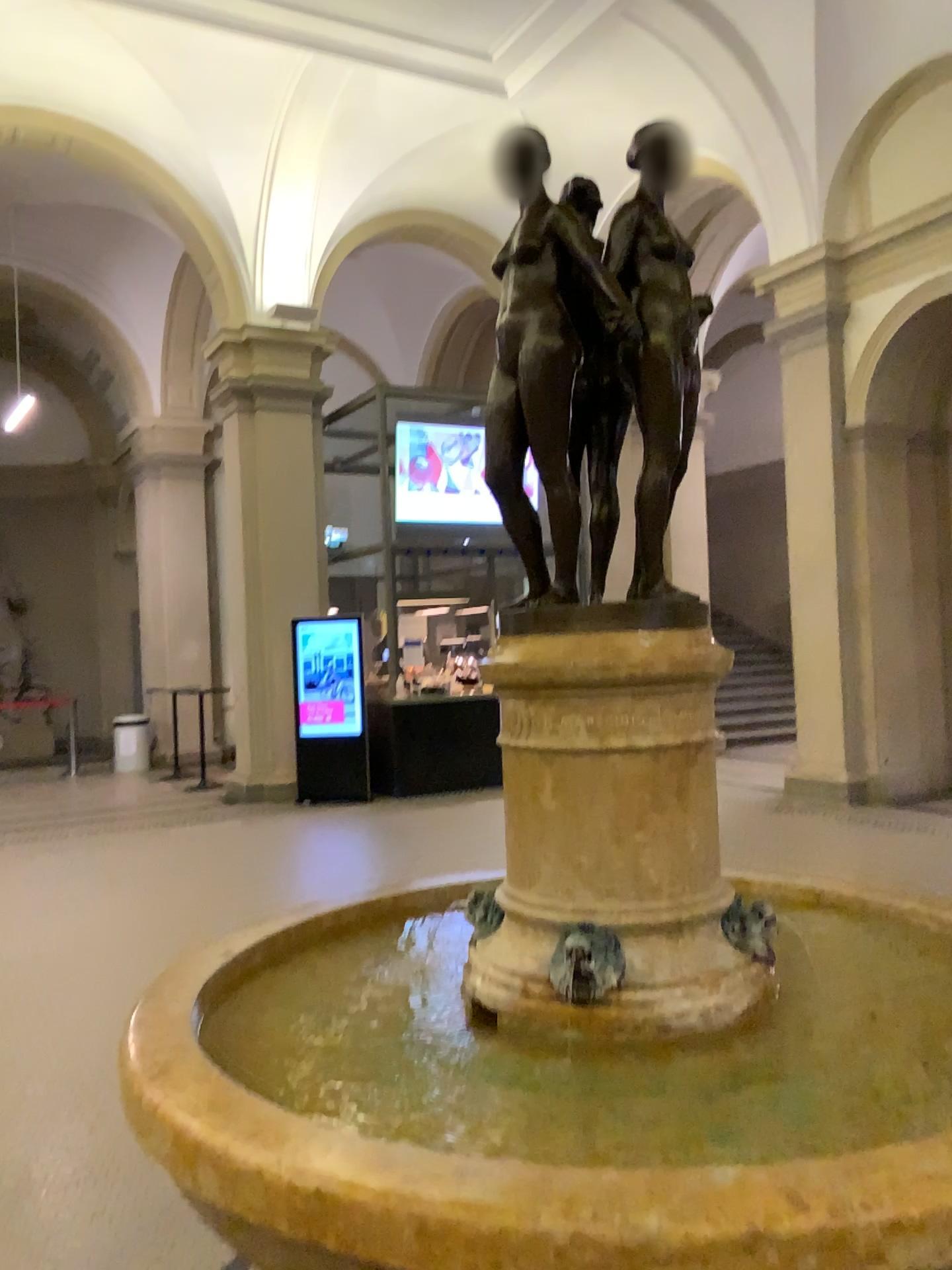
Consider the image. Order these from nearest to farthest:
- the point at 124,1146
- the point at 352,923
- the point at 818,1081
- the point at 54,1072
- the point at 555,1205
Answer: the point at 555,1205, the point at 818,1081, the point at 352,923, the point at 124,1146, the point at 54,1072

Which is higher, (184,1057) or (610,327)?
(610,327)

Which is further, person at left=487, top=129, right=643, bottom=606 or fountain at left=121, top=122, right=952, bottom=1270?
person at left=487, top=129, right=643, bottom=606

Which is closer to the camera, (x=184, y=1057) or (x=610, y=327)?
(x=184, y=1057)
